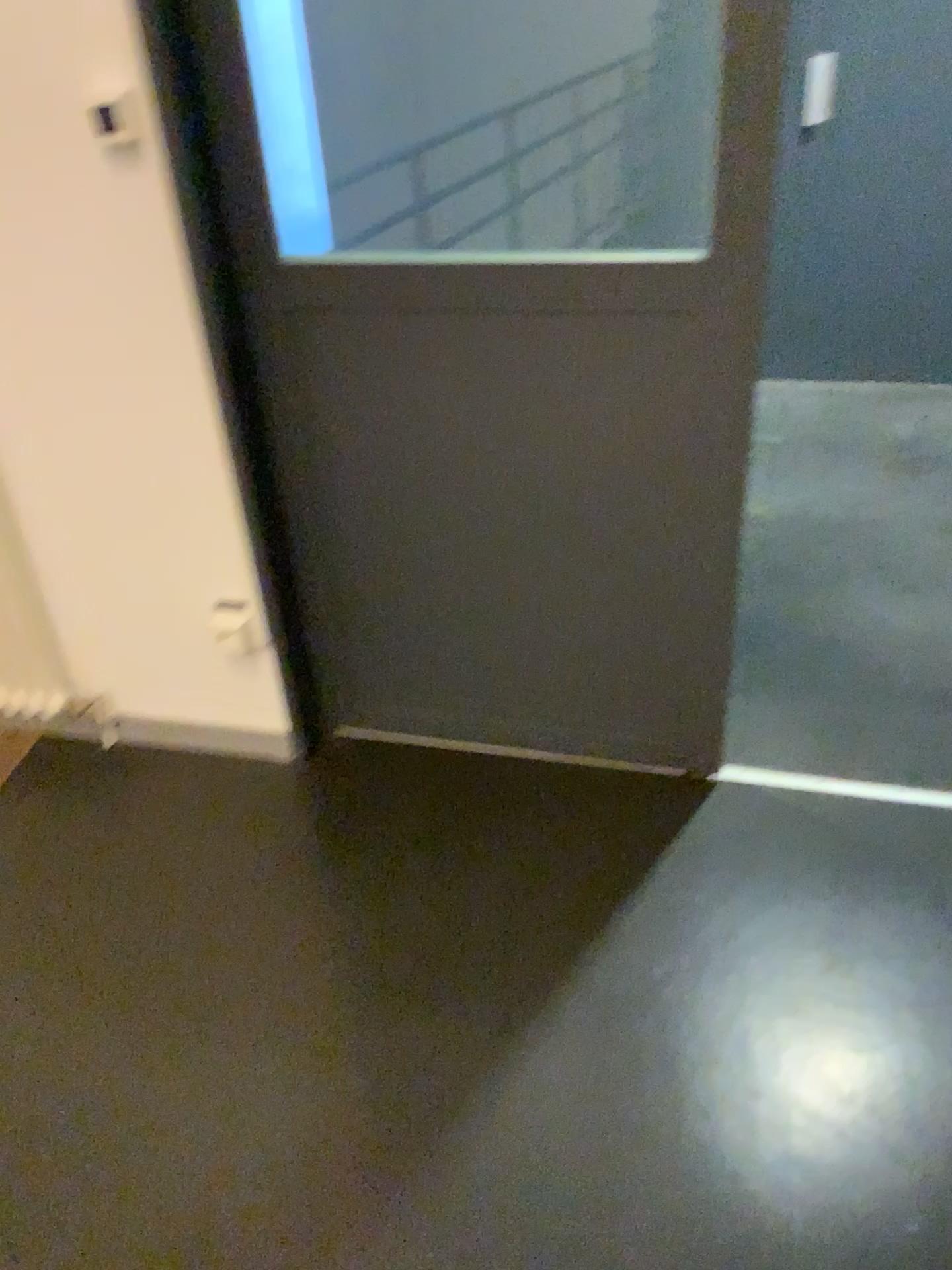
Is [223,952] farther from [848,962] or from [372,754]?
[848,962]

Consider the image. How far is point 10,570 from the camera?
2.2 meters

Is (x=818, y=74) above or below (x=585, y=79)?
below

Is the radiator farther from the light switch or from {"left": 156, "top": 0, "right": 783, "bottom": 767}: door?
the light switch

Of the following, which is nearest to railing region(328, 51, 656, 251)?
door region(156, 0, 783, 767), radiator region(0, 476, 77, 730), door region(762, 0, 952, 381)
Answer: door region(156, 0, 783, 767)

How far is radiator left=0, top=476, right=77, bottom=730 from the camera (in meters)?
2.22

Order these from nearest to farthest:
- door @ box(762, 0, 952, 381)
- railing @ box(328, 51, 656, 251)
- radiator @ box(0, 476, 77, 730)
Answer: railing @ box(328, 51, 656, 251) < radiator @ box(0, 476, 77, 730) < door @ box(762, 0, 952, 381)

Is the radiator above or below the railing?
below

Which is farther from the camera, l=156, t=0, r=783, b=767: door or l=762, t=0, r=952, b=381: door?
l=762, t=0, r=952, b=381: door

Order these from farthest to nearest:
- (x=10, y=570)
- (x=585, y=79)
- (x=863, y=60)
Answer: (x=863, y=60) < (x=10, y=570) < (x=585, y=79)
